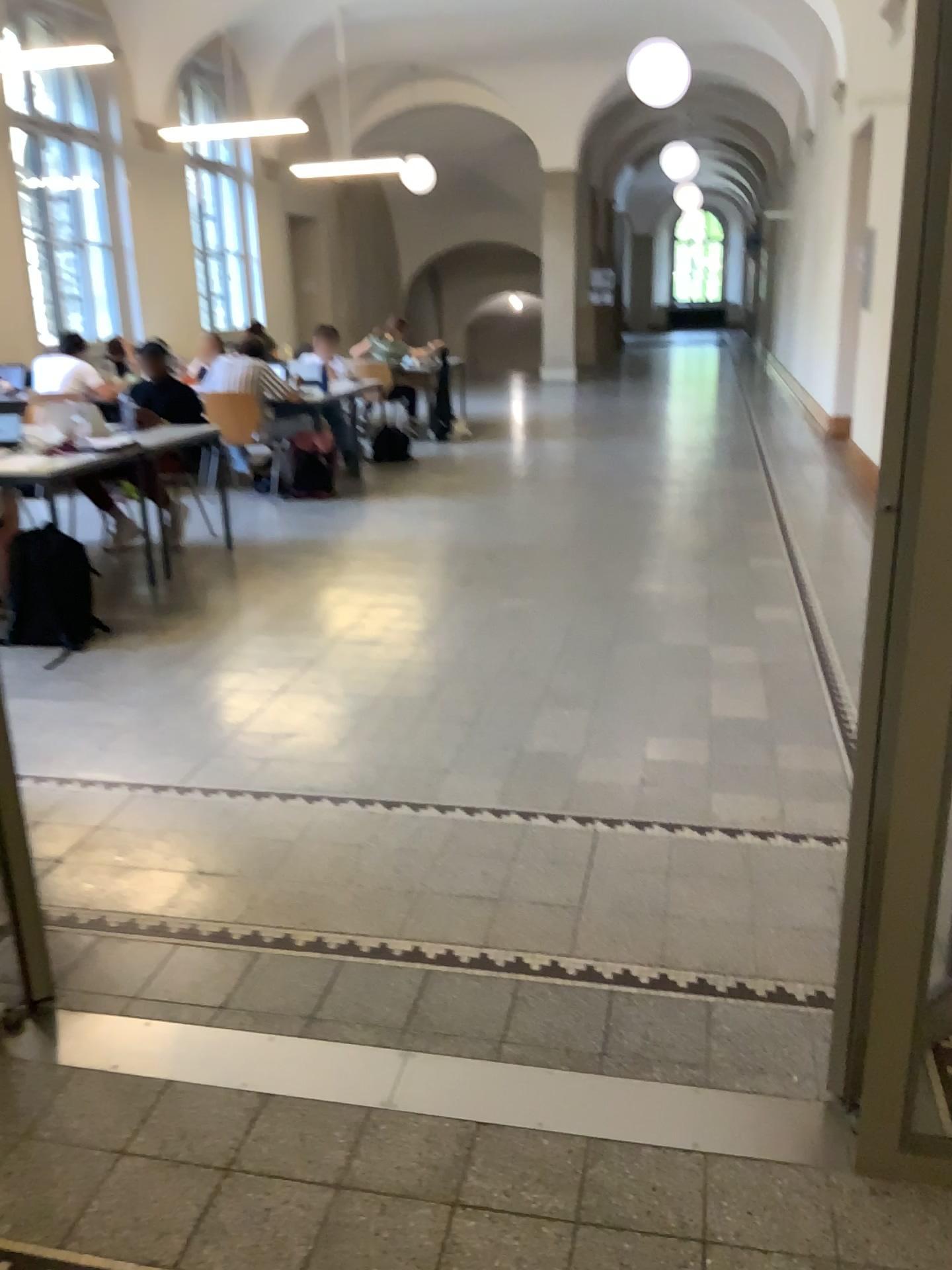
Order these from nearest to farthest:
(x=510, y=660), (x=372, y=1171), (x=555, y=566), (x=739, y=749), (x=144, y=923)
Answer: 1. (x=372, y=1171)
2. (x=144, y=923)
3. (x=739, y=749)
4. (x=510, y=660)
5. (x=555, y=566)
